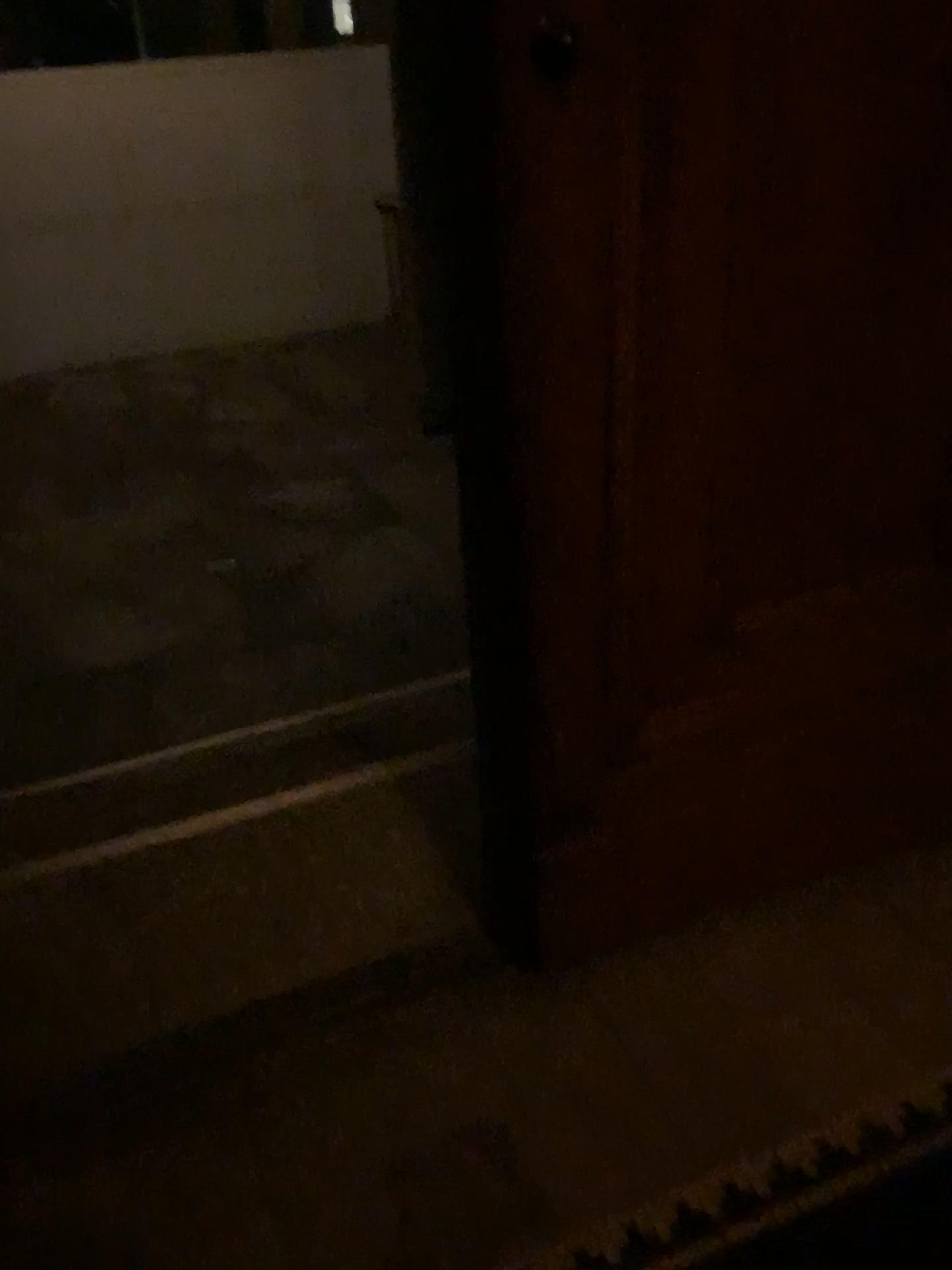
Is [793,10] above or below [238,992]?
above

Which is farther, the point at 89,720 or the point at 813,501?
the point at 89,720

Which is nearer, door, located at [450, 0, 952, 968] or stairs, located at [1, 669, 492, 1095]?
door, located at [450, 0, 952, 968]

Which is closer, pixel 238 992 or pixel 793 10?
pixel 793 10
